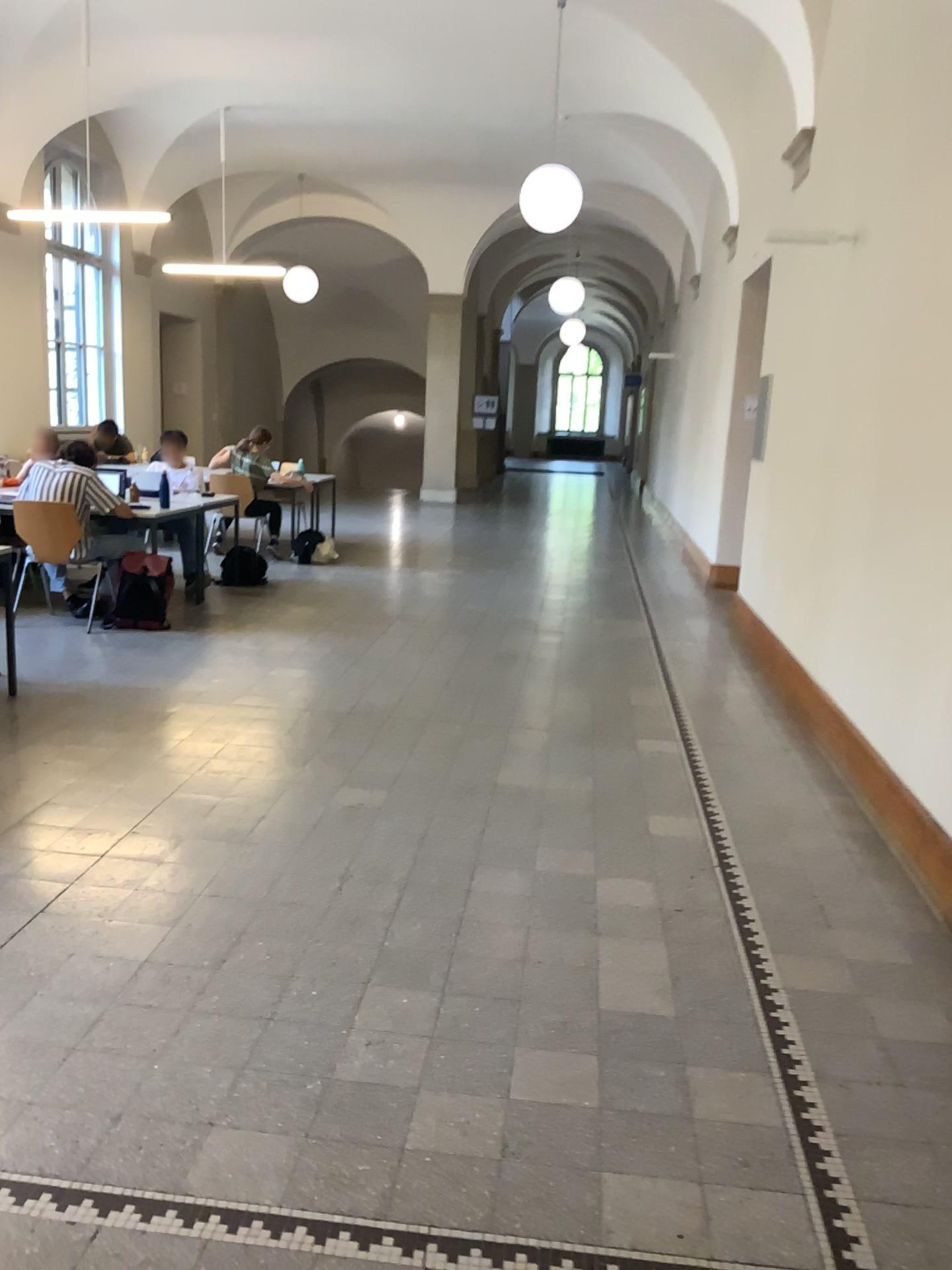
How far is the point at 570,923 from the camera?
3.2 meters
